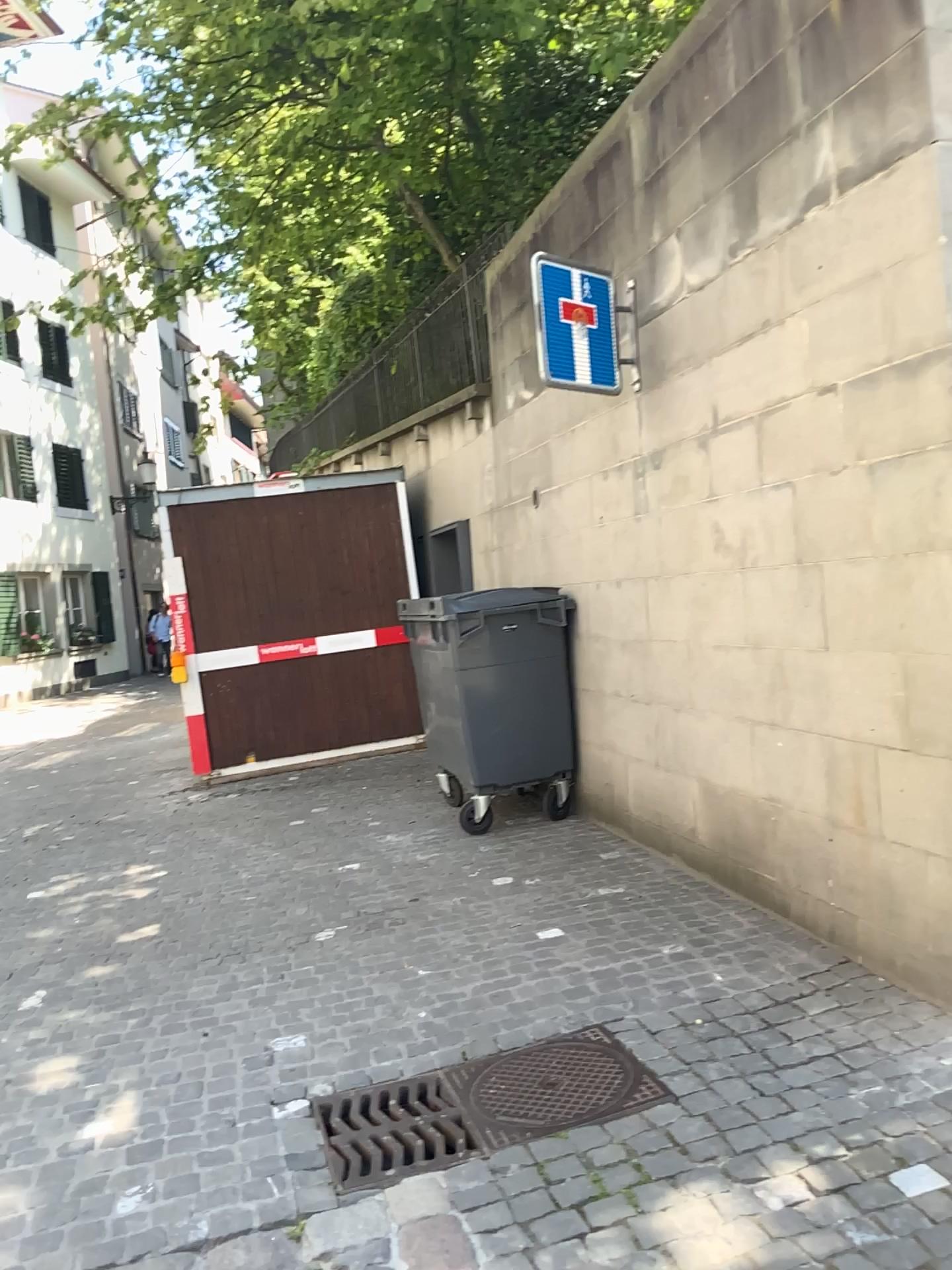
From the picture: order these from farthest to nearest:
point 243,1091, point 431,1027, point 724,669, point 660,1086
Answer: point 724,669 → point 431,1027 → point 243,1091 → point 660,1086

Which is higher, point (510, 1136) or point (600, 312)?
point (600, 312)

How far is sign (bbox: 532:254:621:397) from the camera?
4.7 meters

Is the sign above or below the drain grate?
above

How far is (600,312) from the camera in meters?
4.7

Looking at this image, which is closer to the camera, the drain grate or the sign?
the drain grate

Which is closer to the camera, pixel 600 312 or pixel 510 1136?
pixel 510 1136
